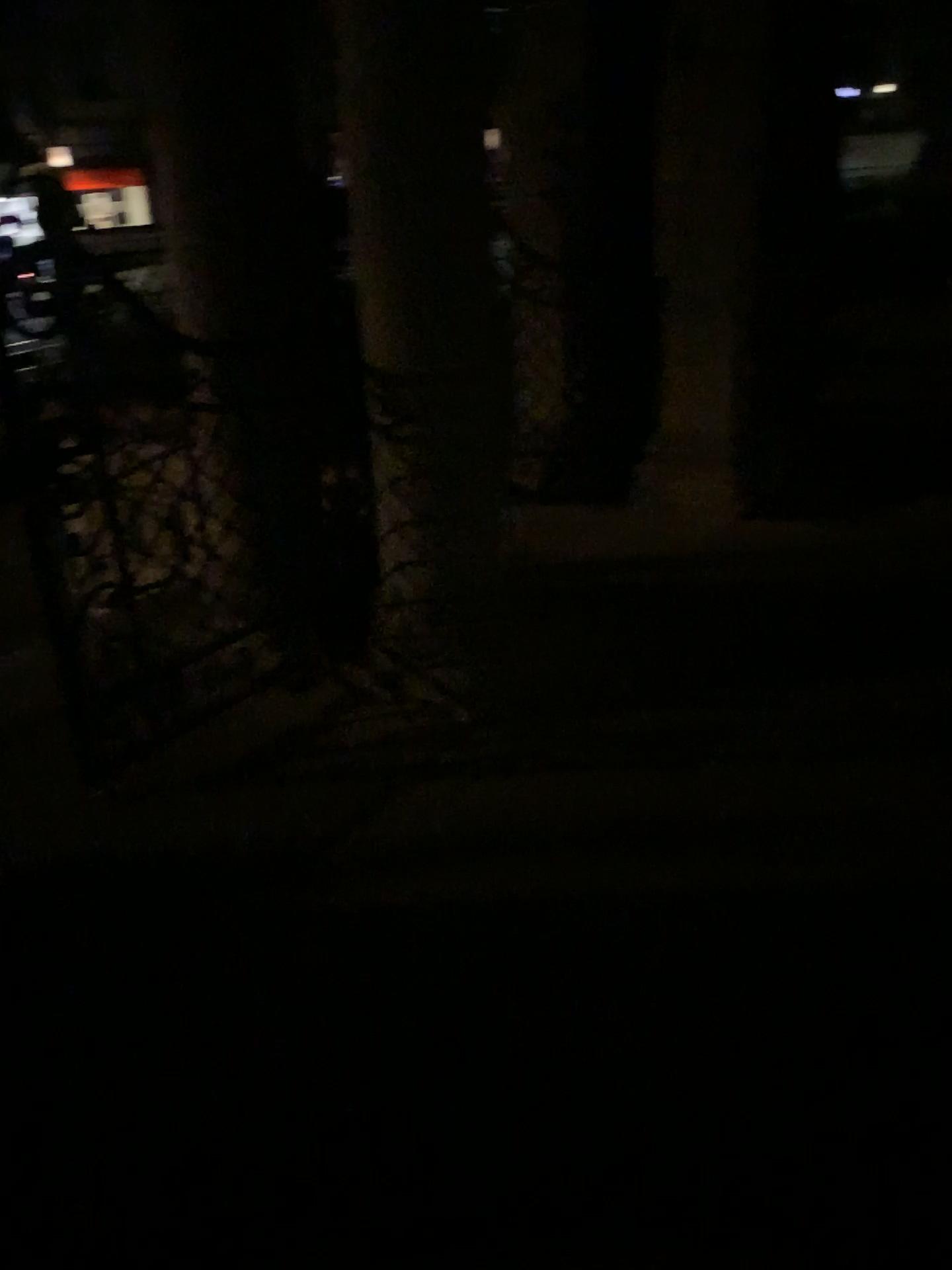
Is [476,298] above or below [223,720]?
above
